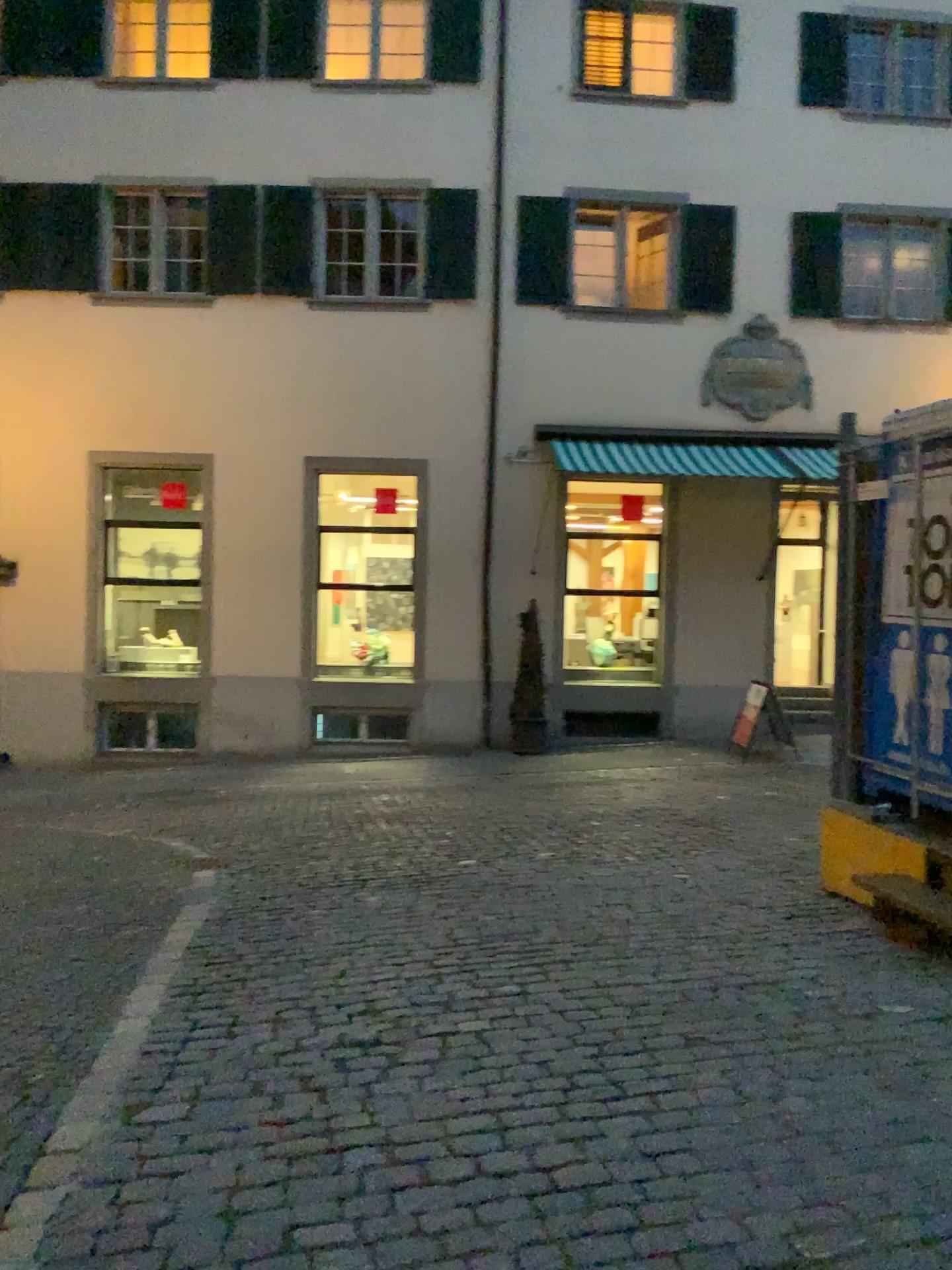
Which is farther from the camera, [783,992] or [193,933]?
[193,933]
